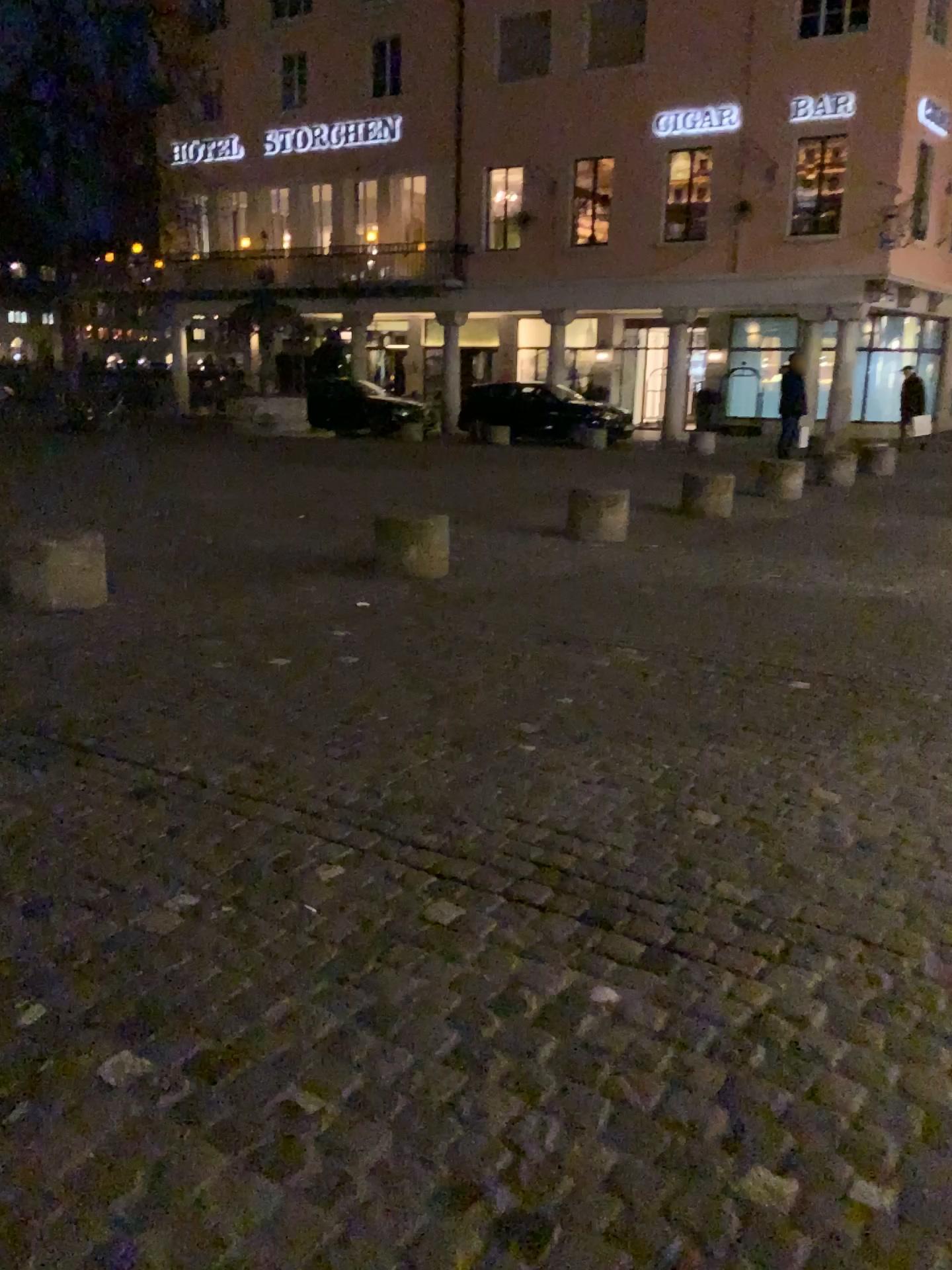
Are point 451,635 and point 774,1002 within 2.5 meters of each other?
no
